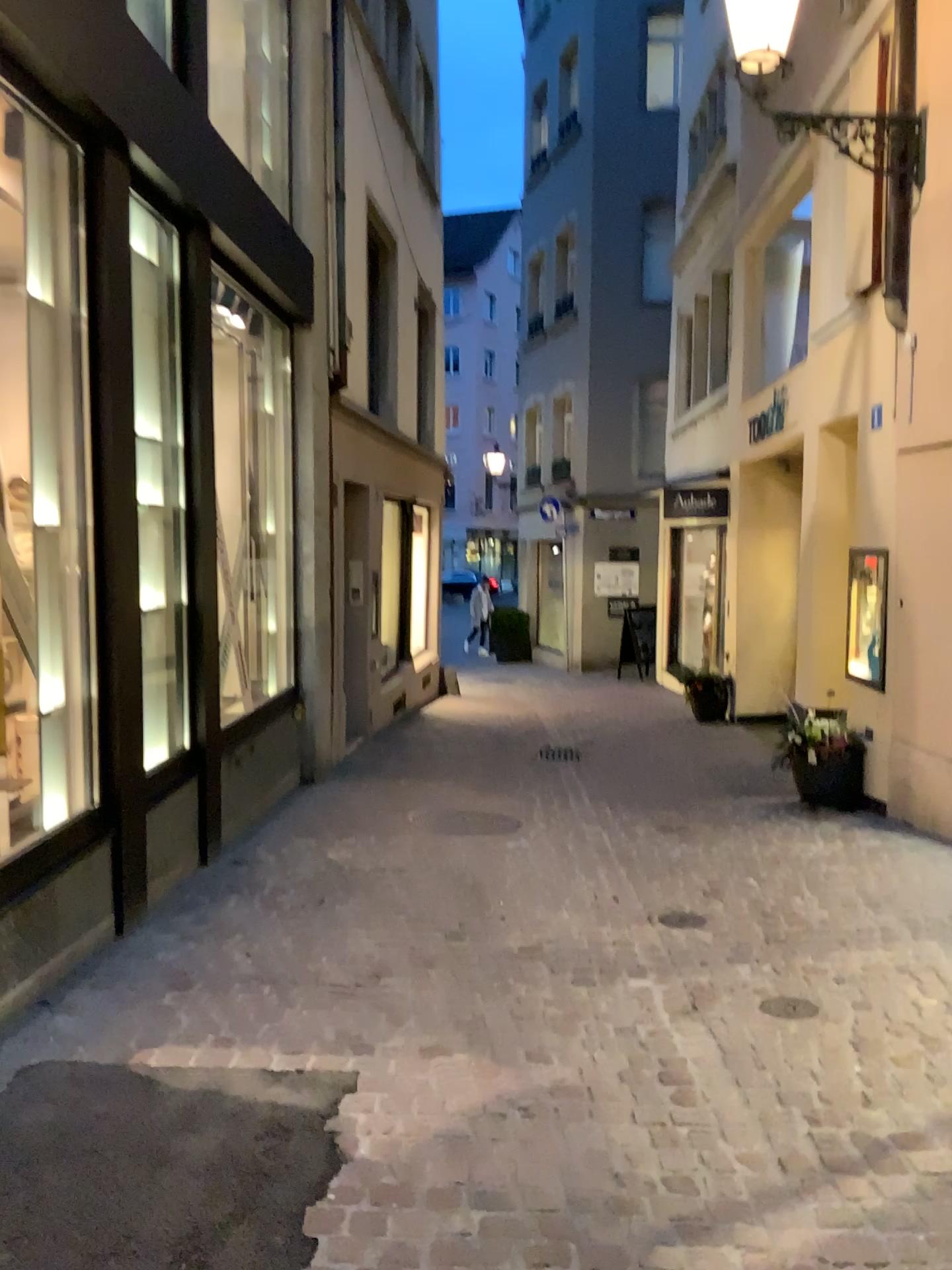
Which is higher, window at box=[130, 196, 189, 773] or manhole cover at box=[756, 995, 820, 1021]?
window at box=[130, 196, 189, 773]

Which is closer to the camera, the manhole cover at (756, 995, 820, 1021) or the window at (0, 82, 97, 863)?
the manhole cover at (756, 995, 820, 1021)

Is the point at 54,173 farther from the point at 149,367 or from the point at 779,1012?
the point at 779,1012

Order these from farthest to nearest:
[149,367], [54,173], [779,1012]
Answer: [149,367]
[54,173]
[779,1012]

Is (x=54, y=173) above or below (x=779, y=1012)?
above

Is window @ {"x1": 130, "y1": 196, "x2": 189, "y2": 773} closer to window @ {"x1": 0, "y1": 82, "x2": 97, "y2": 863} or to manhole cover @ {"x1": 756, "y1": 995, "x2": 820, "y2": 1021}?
window @ {"x1": 0, "y1": 82, "x2": 97, "y2": 863}

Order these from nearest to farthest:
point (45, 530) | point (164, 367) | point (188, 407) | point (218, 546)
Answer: point (45, 530)
point (164, 367)
point (188, 407)
point (218, 546)

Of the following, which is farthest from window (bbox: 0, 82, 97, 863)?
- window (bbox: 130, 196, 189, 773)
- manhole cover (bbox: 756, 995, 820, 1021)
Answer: manhole cover (bbox: 756, 995, 820, 1021)

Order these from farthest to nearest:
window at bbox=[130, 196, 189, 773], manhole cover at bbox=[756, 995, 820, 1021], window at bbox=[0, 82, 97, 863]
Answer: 1. window at bbox=[130, 196, 189, 773]
2. window at bbox=[0, 82, 97, 863]
3. manhole cover at bbox=[756, 995, 820, 1021]
